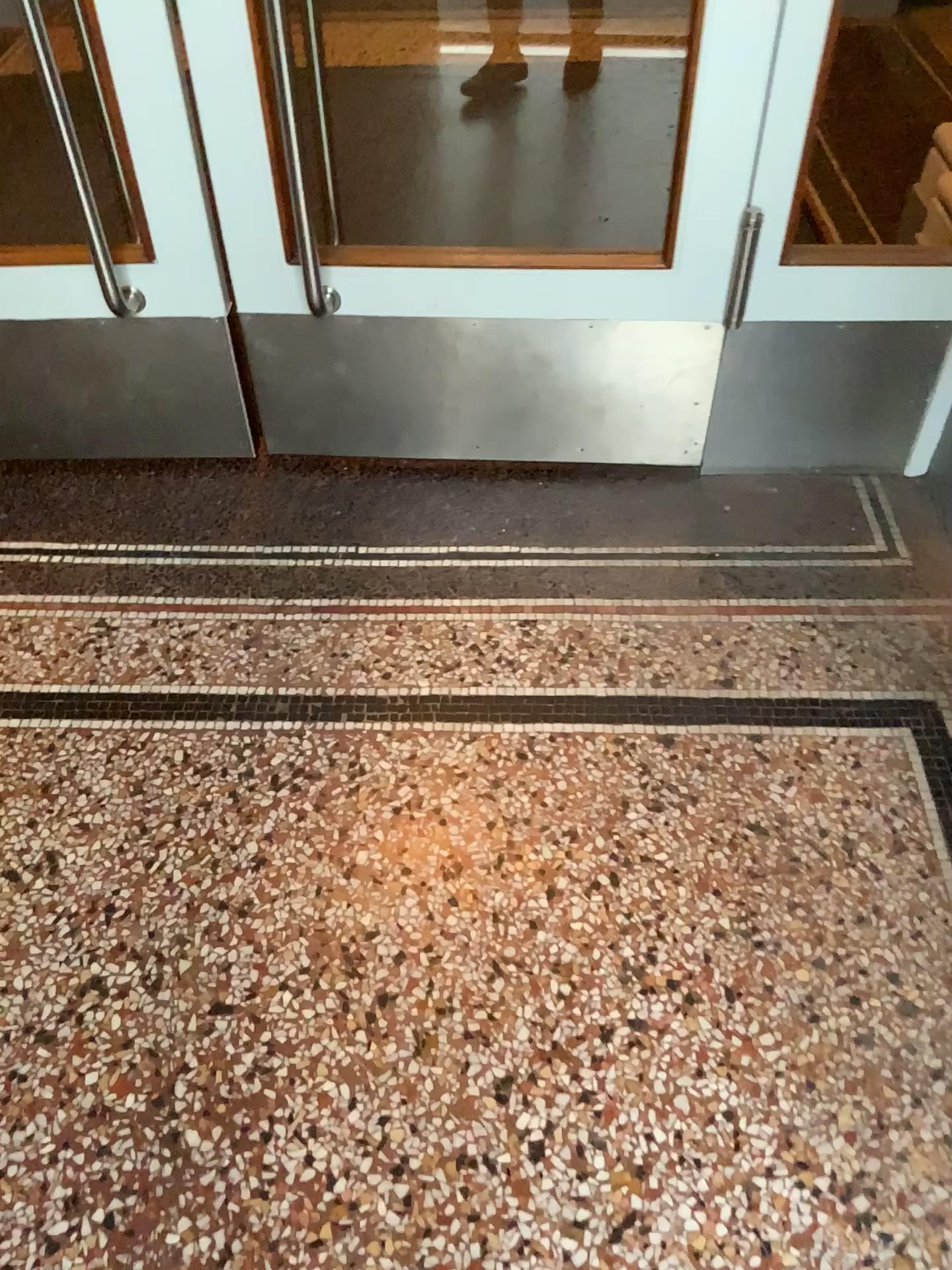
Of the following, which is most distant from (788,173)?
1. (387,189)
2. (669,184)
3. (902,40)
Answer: (387,189)

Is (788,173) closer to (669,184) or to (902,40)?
(669,184)

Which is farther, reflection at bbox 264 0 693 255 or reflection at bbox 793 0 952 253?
reflection at bbox 264 0 693 255

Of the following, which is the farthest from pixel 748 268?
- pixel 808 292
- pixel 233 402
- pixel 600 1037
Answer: pixel 600 1037

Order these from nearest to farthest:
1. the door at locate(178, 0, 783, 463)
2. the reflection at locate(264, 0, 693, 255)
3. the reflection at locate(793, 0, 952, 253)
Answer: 1. the door at locate(178, 0, 783, 463)
2. the reflection at locate(793, 0, 952, 253)
3. the reflection at locate(264, 0, 693, 255)

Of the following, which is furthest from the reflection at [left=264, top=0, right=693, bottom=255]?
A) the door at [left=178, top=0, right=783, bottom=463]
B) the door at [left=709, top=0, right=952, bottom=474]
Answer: the door at [left=709, top=0, right=952, bottom=474]

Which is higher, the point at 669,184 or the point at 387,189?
the point at 669,184

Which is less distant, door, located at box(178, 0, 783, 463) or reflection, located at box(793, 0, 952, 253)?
door, located at box(178, 0, 783, 463)

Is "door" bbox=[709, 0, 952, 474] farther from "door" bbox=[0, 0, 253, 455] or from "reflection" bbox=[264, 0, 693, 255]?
"door" bbox=[0, 0, 253, 455]

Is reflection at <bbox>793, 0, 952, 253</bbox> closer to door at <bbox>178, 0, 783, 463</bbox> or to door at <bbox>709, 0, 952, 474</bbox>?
door at <bbox>709, 0, 952, 474</bbox>
